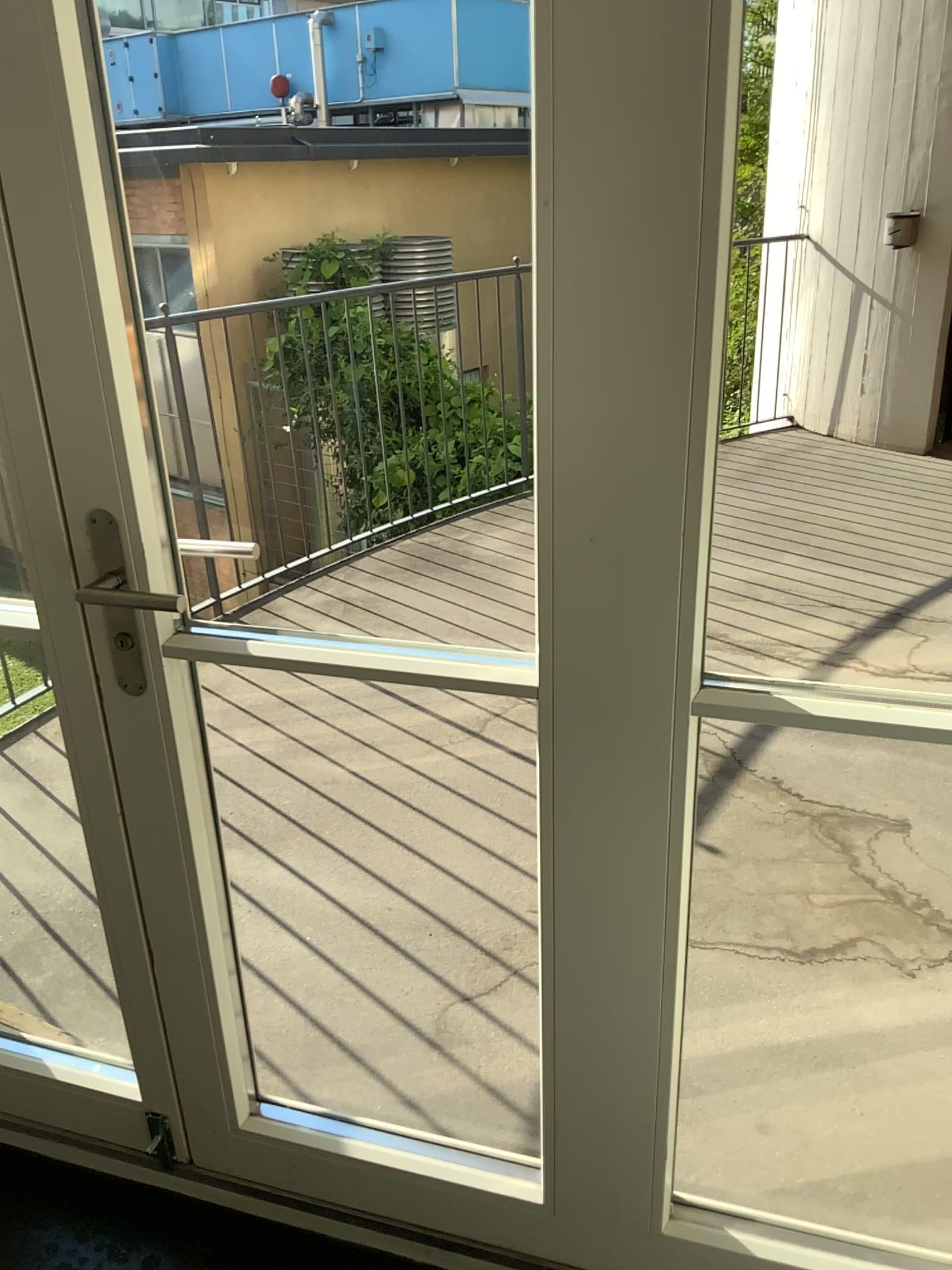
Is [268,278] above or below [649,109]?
below

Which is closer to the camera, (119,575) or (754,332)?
(119,575)

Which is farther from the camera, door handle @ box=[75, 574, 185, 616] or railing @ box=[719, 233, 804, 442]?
railing @ box=[719, 233, 804, 442]
